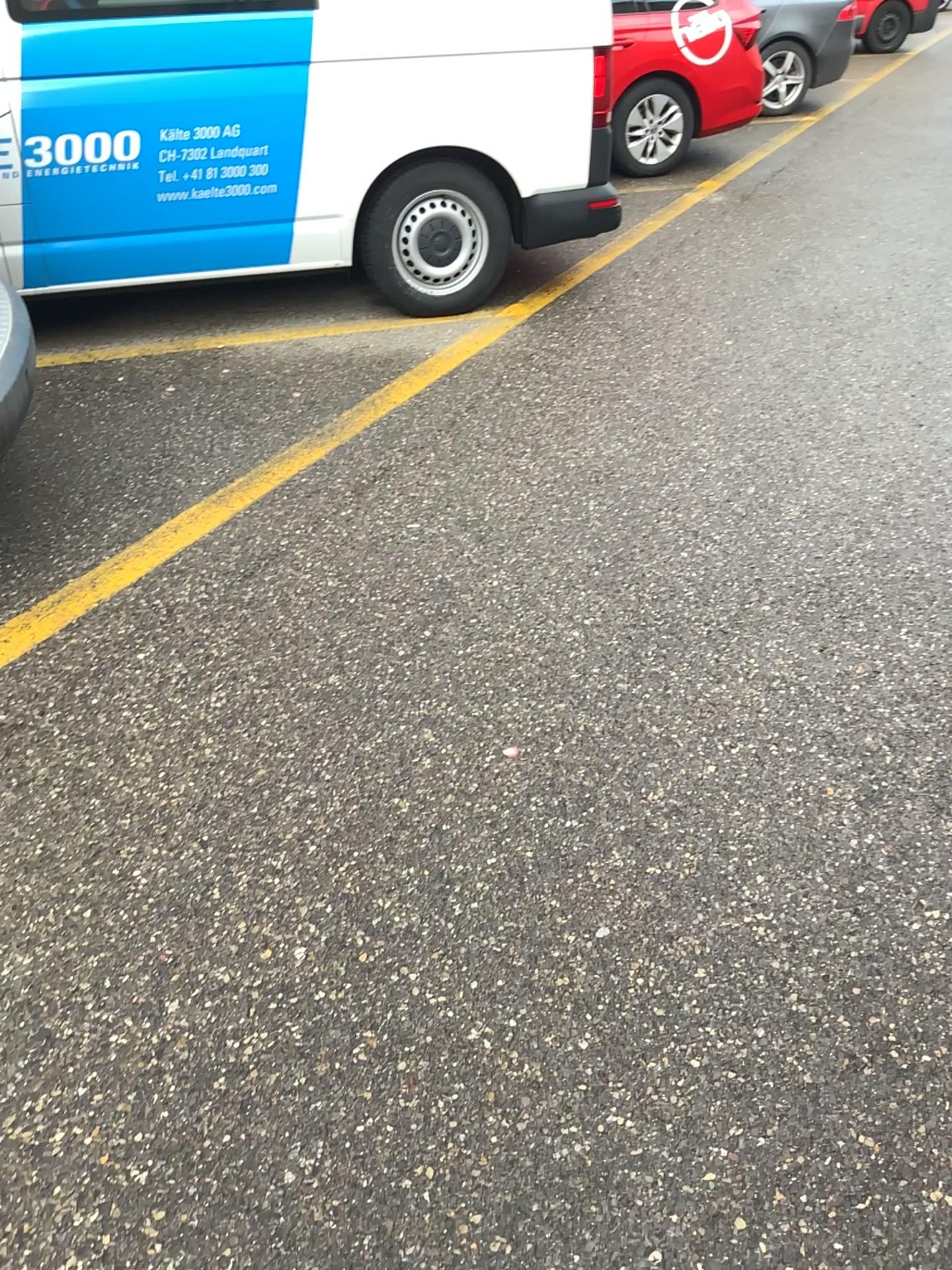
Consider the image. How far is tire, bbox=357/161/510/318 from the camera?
4.5m

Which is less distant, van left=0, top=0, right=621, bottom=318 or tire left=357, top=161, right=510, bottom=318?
van left=0, top=0, right=621, bottom=318

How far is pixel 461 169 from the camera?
4.5m

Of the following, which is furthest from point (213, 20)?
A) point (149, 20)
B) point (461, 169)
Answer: point (461, 169)

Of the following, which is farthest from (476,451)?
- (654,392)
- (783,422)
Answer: (783,422)

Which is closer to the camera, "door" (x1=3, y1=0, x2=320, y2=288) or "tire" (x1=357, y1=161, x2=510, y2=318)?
"door" (x1=3, y1=0, x2=320, y2=288)

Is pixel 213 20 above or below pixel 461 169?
above
